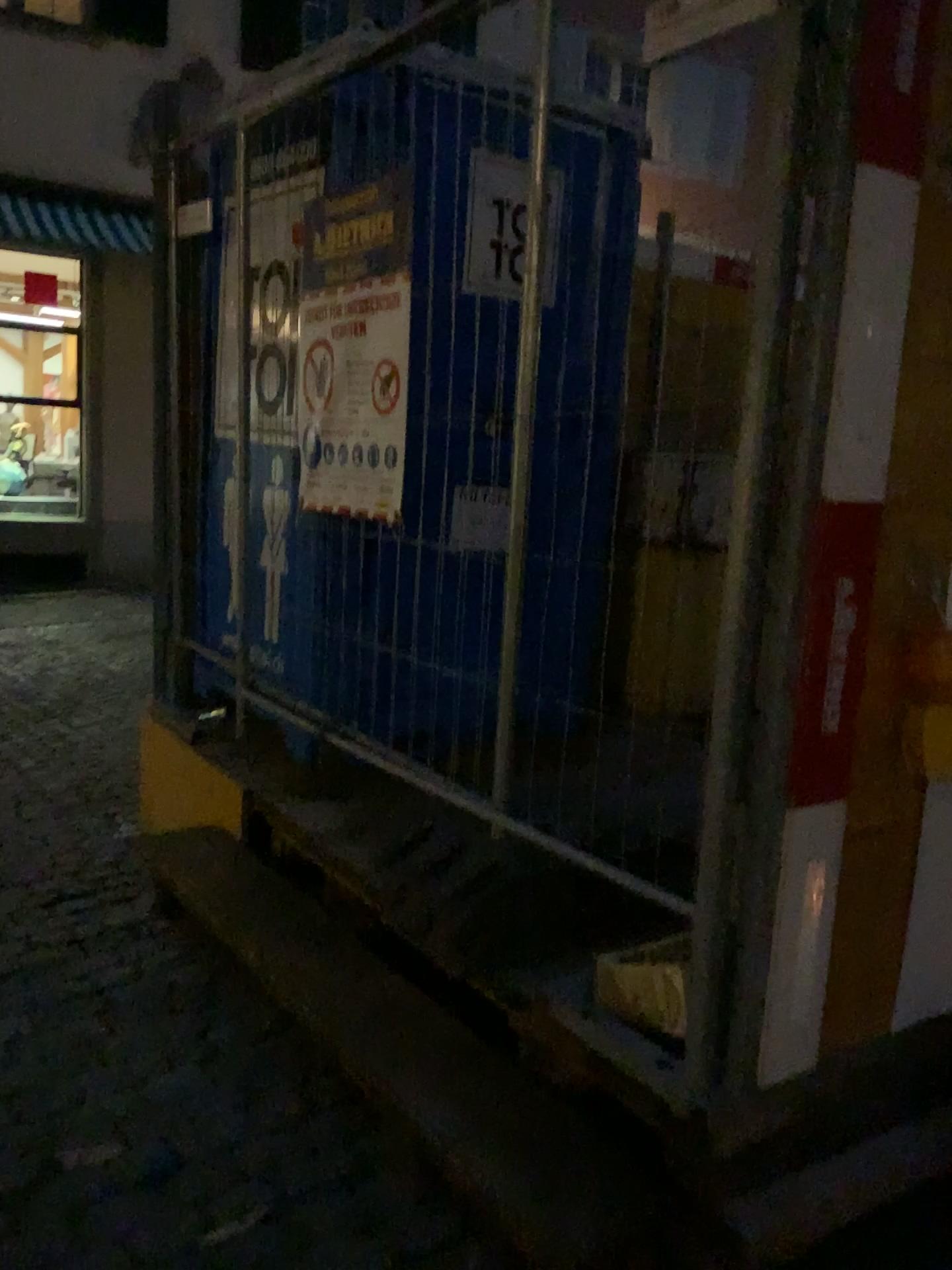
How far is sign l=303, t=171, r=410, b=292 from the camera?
2.78m

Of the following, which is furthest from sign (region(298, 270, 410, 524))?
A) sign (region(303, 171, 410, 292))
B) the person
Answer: the person

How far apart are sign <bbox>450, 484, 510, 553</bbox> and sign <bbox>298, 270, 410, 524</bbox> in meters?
0.3

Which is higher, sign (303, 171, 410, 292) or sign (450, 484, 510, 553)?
sign (303, 171, 410, 292)

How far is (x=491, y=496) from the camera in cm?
242

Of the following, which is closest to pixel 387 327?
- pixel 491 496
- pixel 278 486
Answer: pixel 491 496

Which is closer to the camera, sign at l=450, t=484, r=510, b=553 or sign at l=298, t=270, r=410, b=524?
sign at l=450, t=484, r=510, b=553

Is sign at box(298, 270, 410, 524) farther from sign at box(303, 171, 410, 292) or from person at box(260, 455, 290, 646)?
person at box(260, 455, 290, 646)

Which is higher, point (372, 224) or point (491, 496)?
point (372, 224)

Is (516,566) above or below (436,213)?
below
